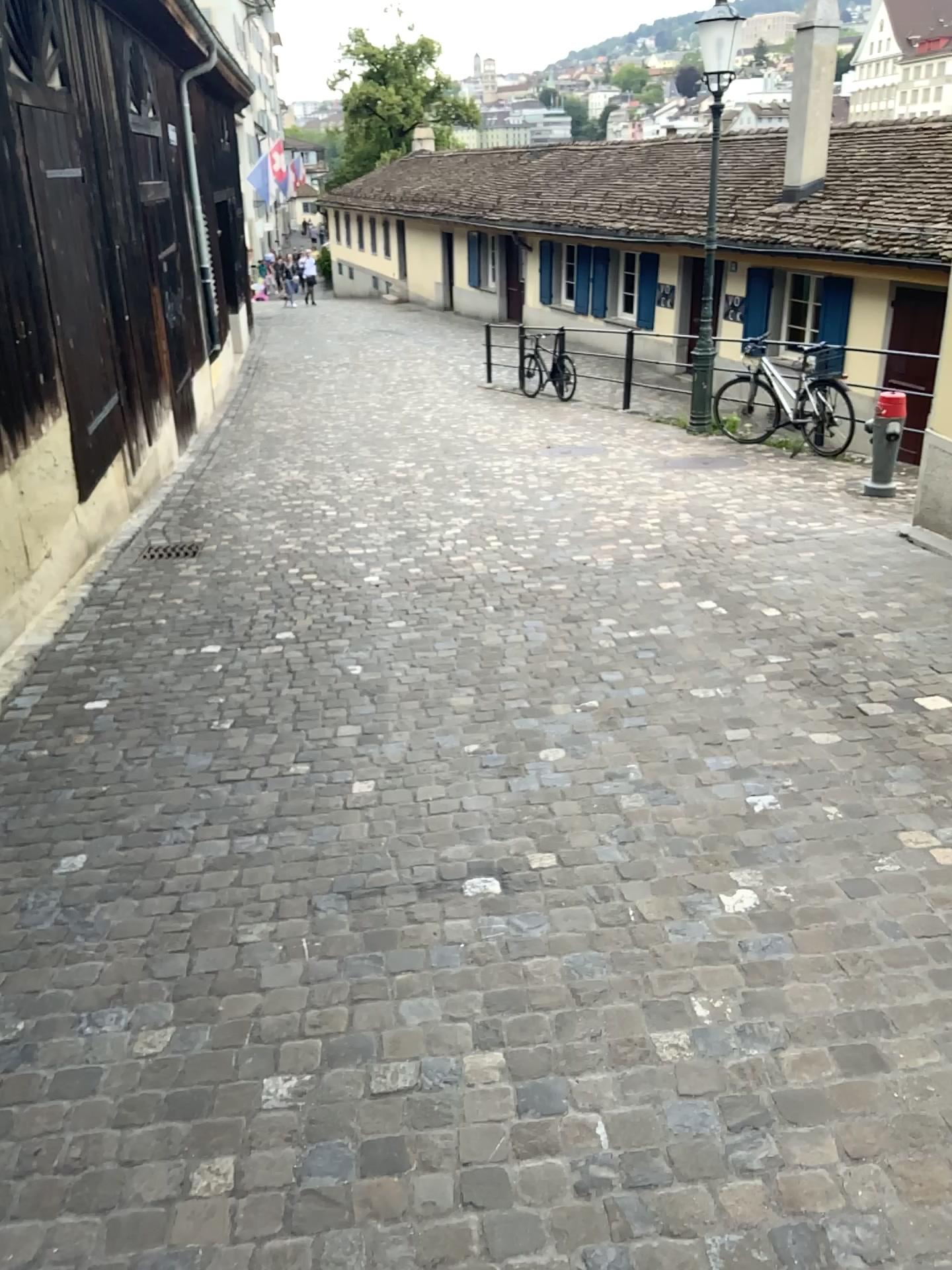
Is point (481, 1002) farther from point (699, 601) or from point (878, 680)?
point (699, 601)
